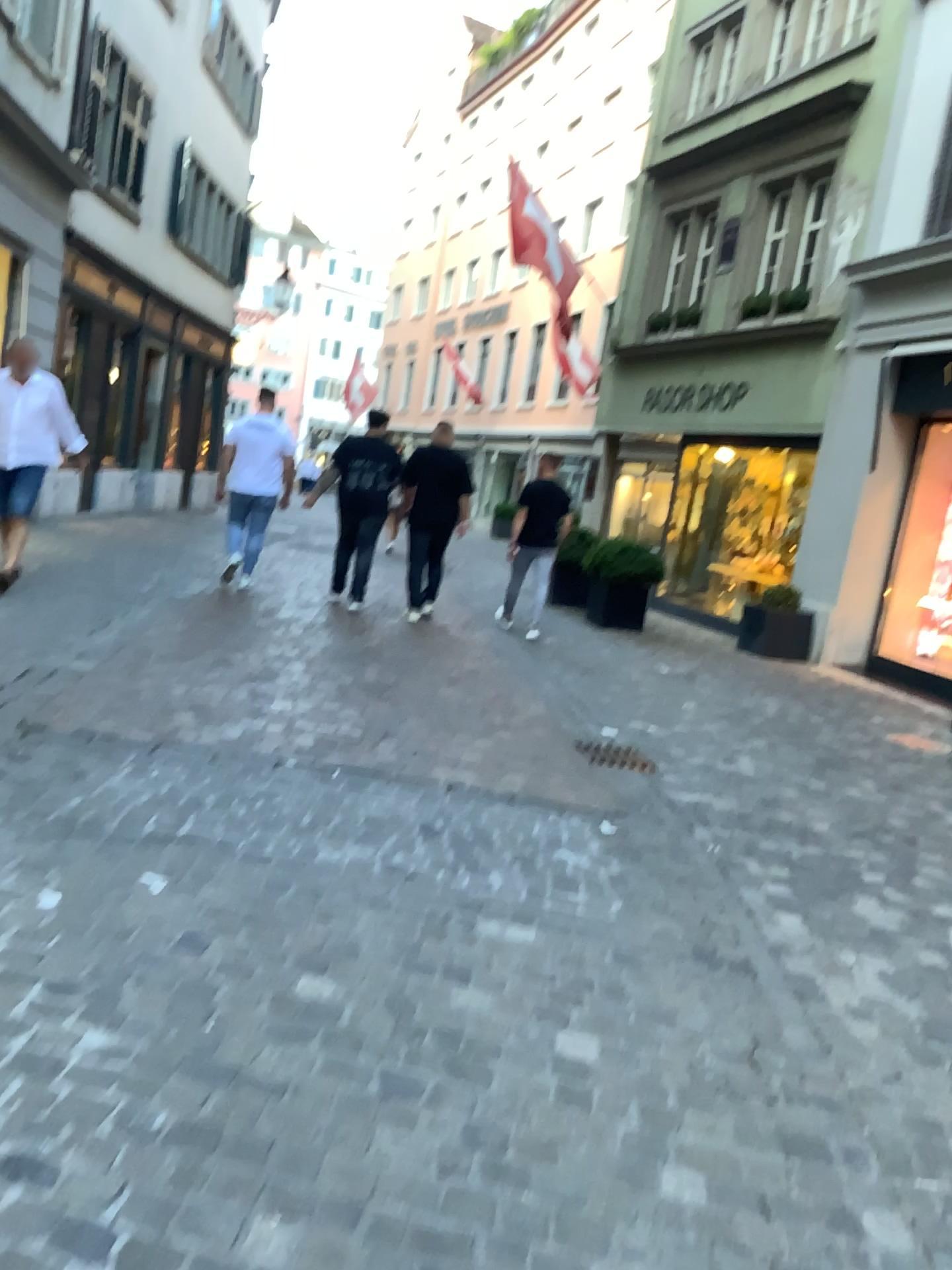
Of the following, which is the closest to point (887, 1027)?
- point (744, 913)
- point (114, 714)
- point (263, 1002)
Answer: point (744, 913)
